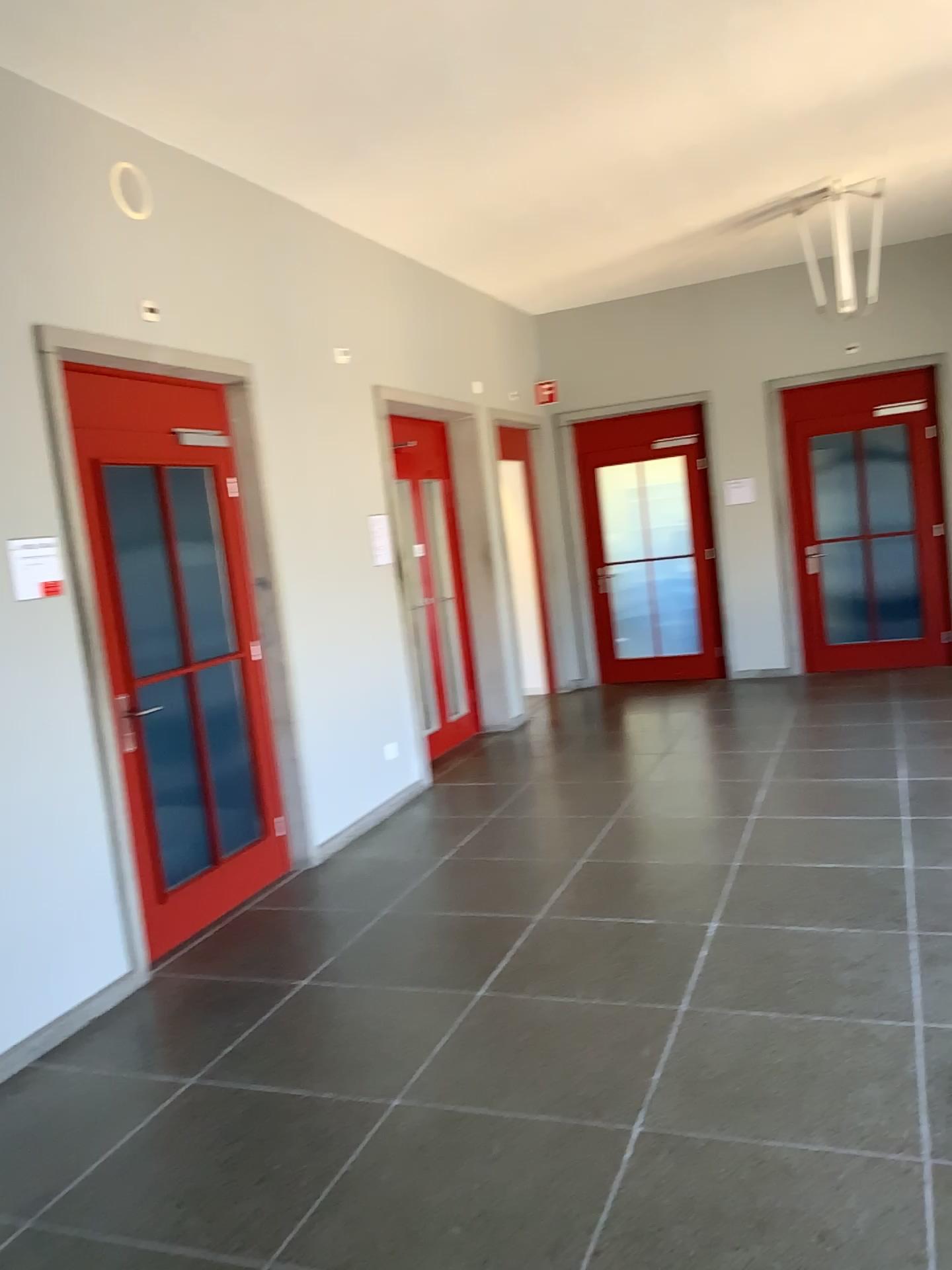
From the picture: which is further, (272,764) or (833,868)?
(272,764)

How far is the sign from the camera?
3.6 meters

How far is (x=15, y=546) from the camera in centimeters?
360cm
